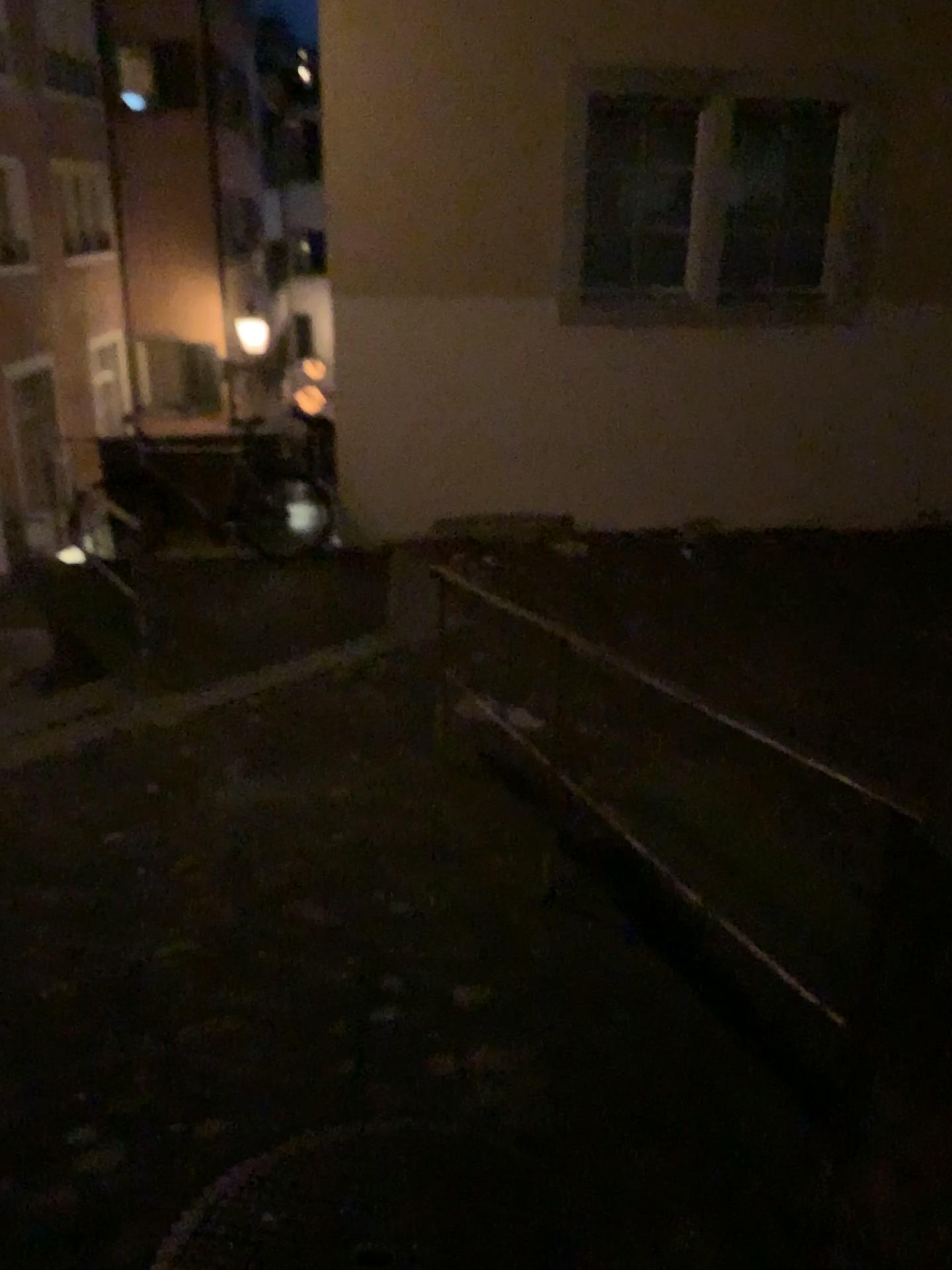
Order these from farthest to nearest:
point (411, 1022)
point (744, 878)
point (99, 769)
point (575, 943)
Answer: point (99, 769) < point (744, 878) < point (575, 943) < point (411, 1022)
